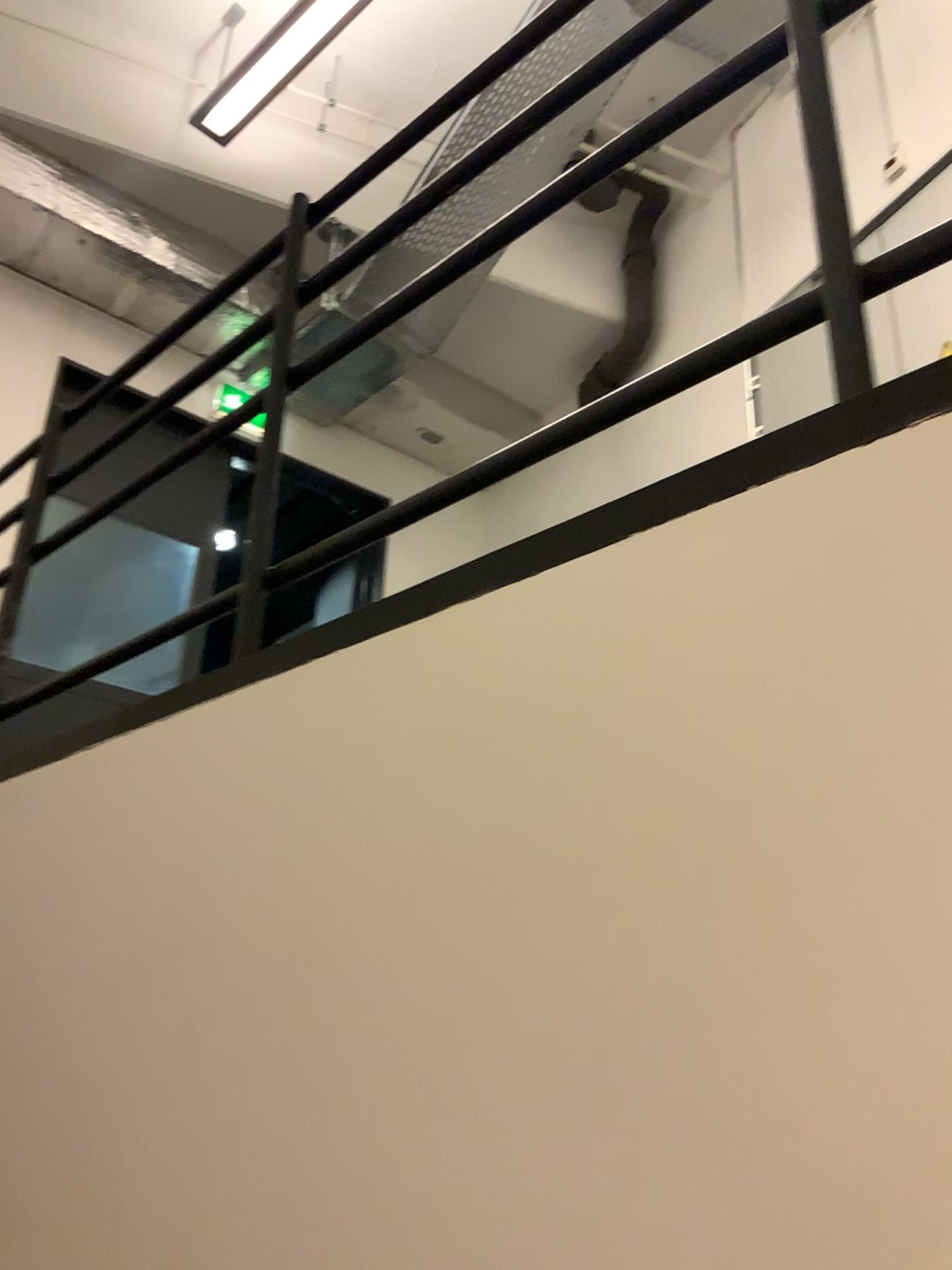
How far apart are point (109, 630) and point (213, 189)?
2.1 meters
